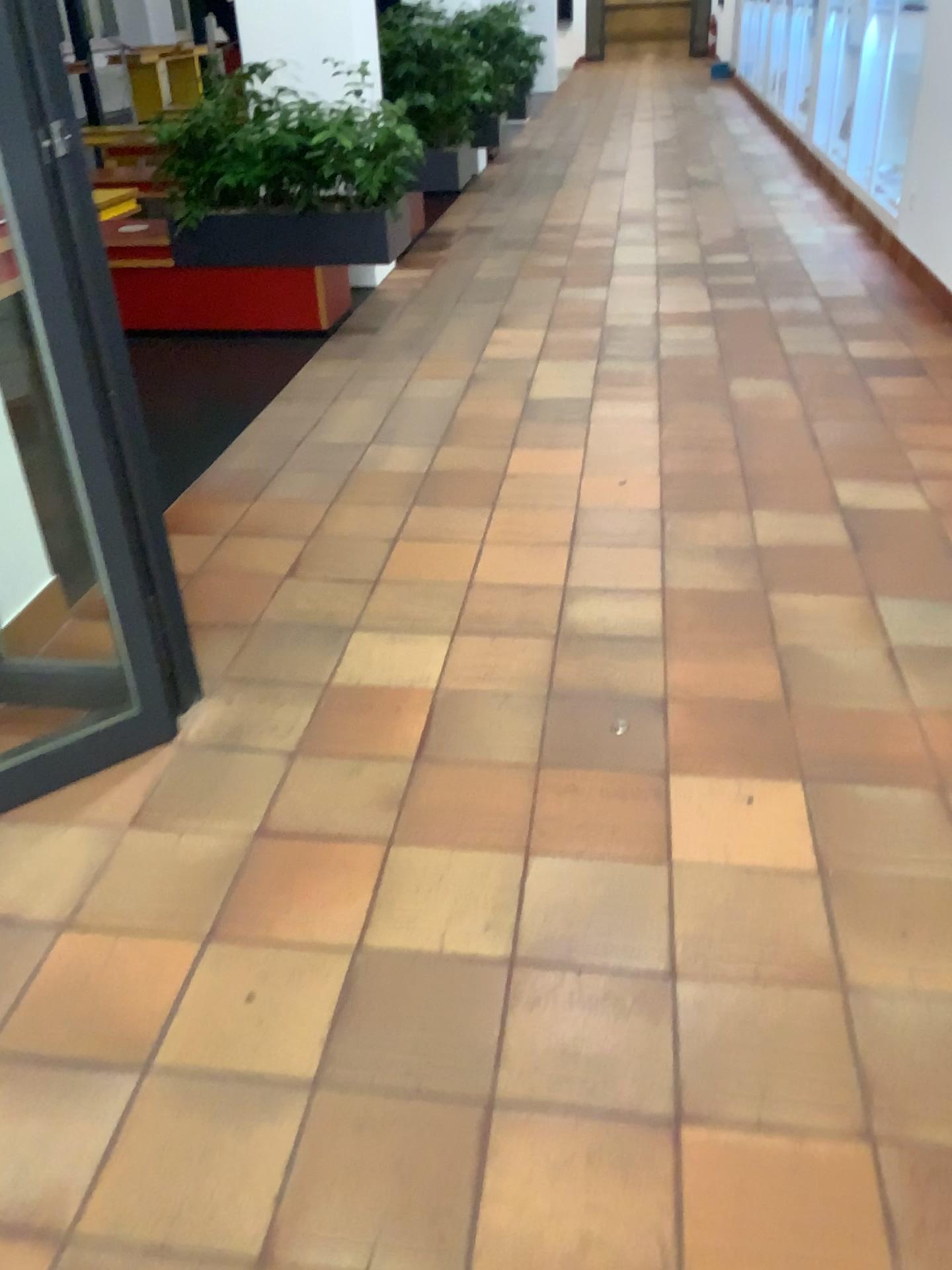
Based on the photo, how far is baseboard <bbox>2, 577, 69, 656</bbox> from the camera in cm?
245

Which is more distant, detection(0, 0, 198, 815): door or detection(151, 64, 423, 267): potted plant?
detection(151, 64, 423, 267): potted plant

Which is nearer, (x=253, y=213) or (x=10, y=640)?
(x=10, y=640)

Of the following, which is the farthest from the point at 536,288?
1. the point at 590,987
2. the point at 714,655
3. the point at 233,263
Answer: the point at 590,987

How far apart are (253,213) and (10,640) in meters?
2.8 m

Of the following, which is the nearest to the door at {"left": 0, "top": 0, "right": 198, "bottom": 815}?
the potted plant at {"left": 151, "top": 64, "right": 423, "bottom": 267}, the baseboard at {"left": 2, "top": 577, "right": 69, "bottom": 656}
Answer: the baseboard at {"left": 2, "top": 577, "right": 69, "bottom": 656}

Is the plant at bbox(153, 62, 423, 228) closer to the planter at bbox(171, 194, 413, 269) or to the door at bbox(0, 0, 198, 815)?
the planter at bbox(171, 194, 413, 269)

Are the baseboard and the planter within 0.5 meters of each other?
no

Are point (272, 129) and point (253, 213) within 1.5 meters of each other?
yes

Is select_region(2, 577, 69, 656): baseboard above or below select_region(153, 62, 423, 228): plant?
below
